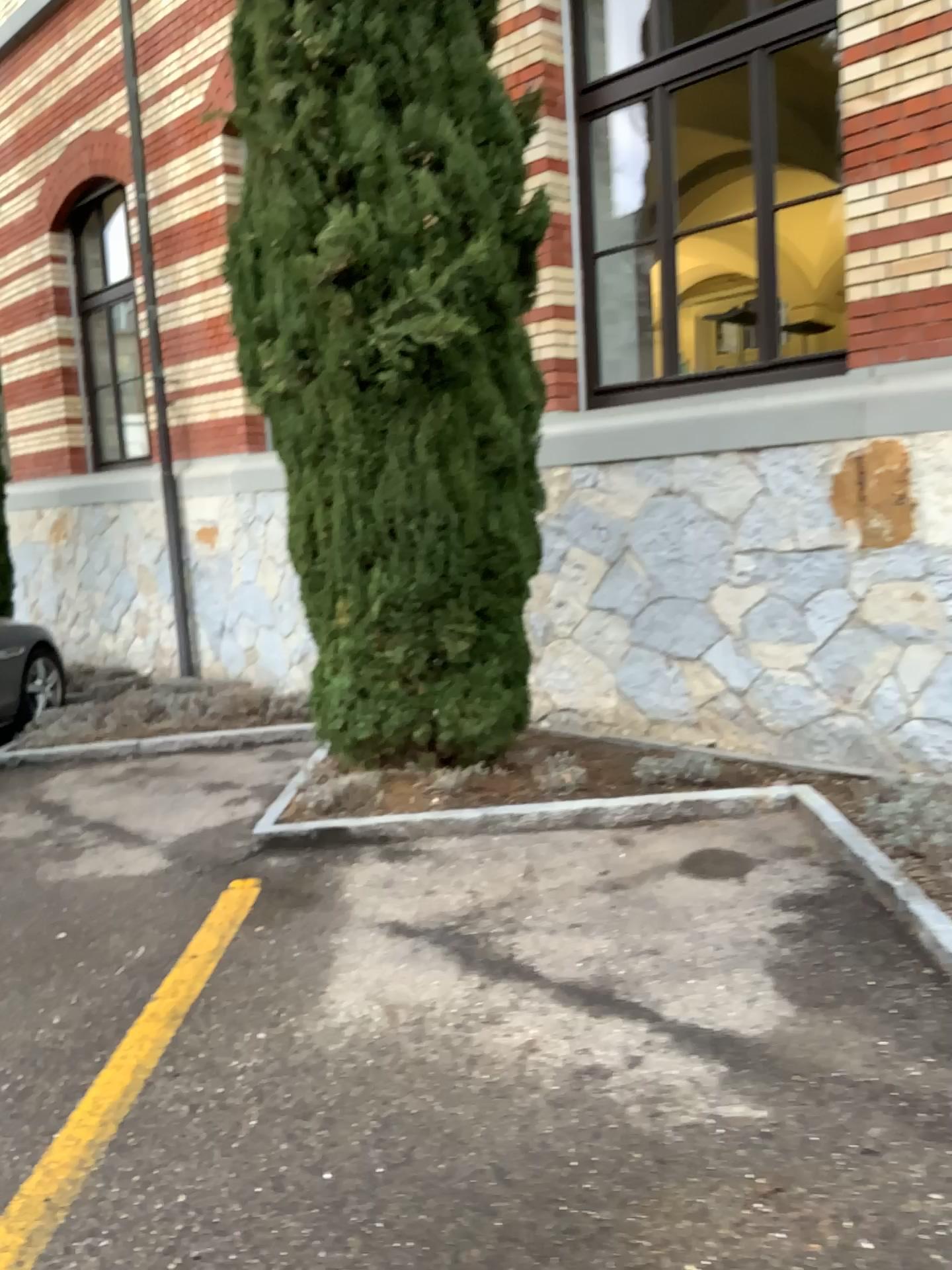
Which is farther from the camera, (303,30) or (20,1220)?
(303,30)

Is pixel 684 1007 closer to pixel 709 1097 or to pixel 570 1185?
pixel 709 1097

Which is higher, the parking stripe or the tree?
the tree

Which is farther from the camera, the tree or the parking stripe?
the tree

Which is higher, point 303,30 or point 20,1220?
point 303,30
